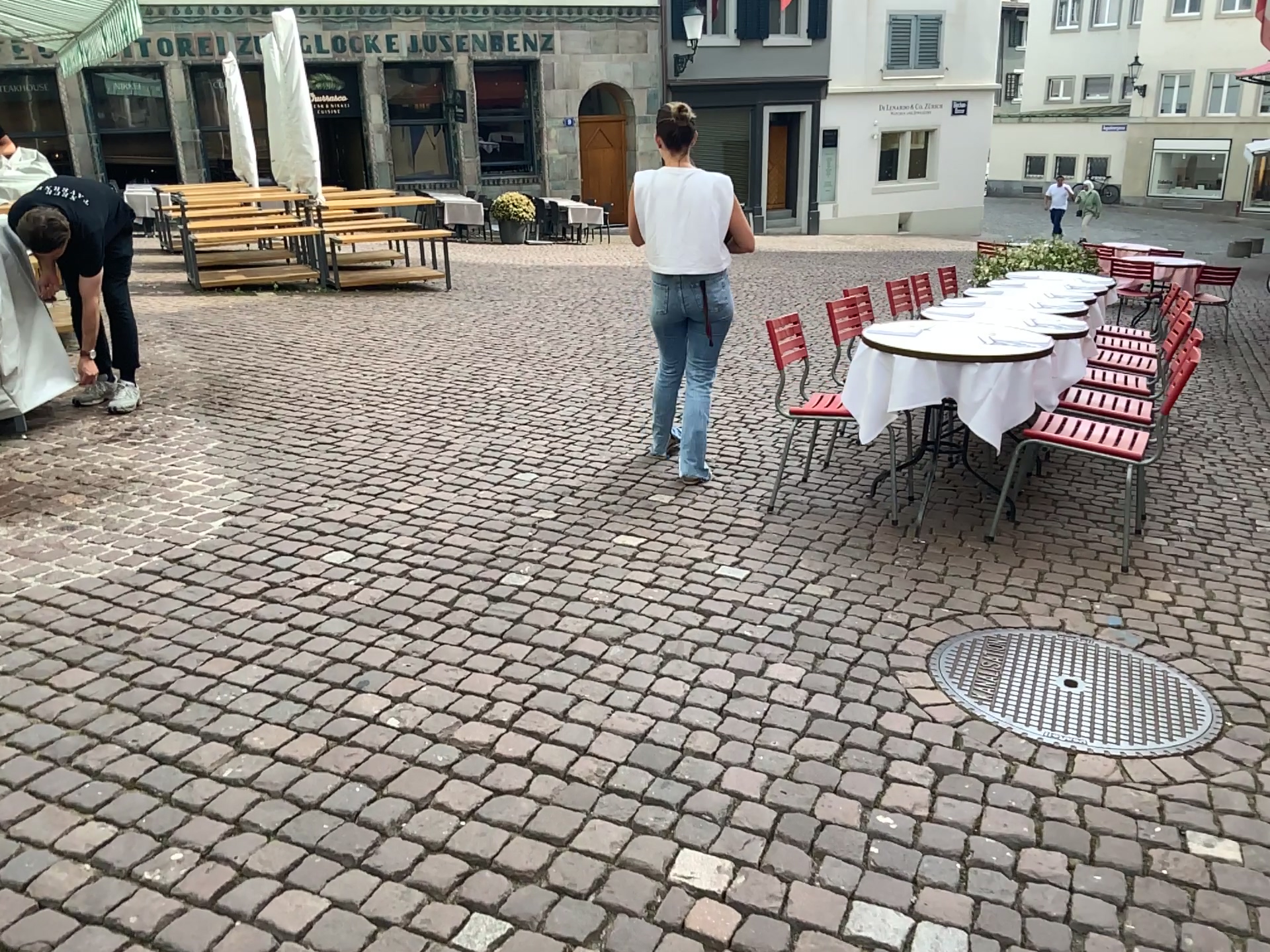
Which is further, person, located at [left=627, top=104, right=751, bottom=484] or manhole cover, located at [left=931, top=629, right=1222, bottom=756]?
person, located at [left=627, top=104, right=751, bottom=484]

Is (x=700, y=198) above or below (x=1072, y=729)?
above

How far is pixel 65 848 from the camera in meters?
2.1 m

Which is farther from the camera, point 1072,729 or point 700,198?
point 700,198
